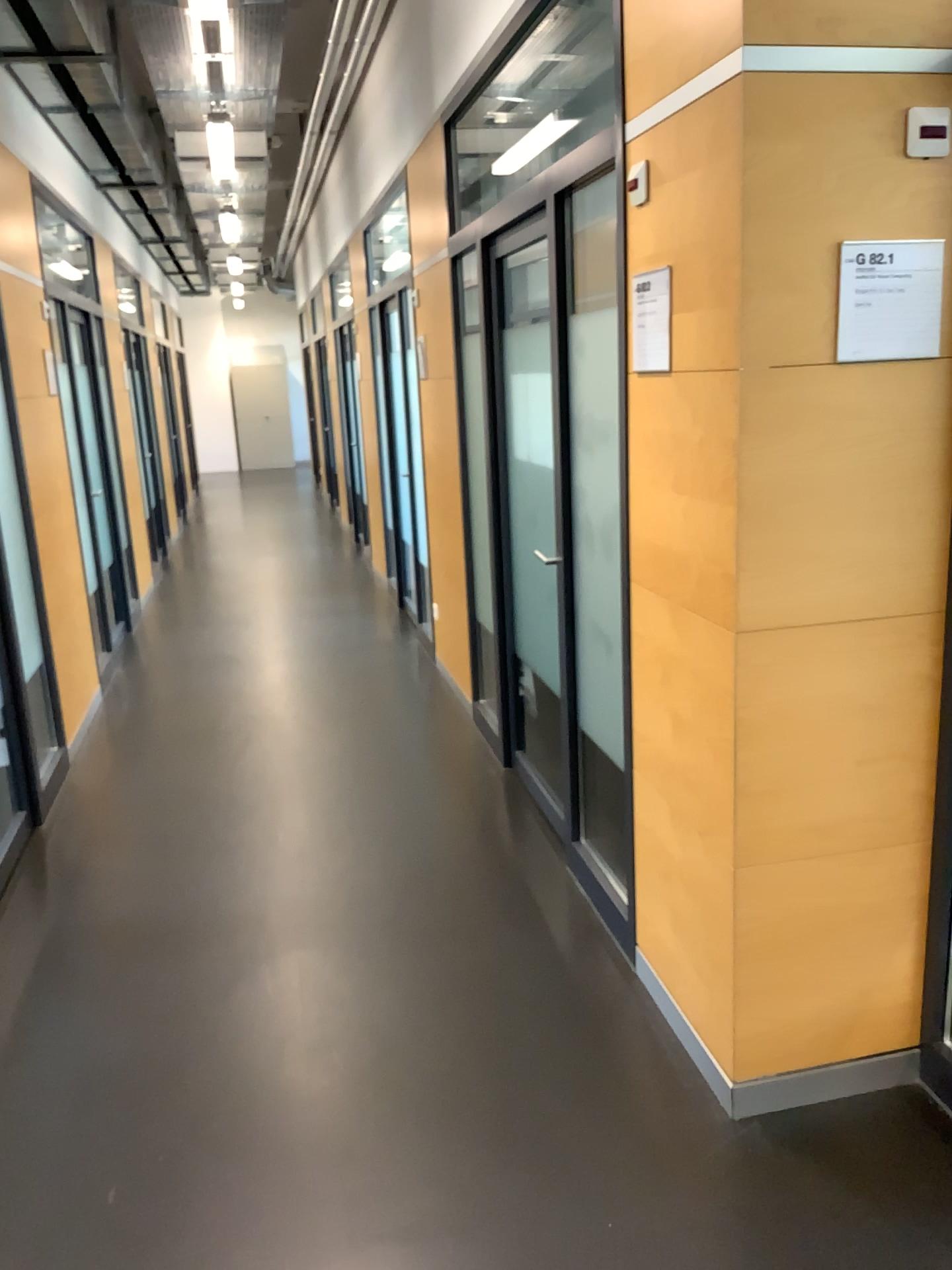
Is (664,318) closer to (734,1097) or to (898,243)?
(898,243)

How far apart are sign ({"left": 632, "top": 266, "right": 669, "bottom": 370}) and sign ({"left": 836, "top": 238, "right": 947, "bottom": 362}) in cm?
40

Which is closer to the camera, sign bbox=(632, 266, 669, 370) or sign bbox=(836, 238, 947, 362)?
sign bbox=(836, 238, 947, 362)

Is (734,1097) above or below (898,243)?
below

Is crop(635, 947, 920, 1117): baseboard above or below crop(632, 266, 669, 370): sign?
below

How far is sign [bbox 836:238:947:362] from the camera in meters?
2.0 m

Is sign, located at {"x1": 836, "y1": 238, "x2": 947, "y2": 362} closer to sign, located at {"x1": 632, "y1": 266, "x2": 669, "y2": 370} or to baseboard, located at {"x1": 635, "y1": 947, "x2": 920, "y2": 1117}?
sign, located at {"x1": 632, "y1": 266, "x2": 669, "y2": 370}

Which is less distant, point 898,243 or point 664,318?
point 898,243

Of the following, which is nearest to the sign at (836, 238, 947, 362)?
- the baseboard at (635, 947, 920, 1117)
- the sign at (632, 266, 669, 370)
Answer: the sign at (632, 266, 669, 370)

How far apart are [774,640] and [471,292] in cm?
254
